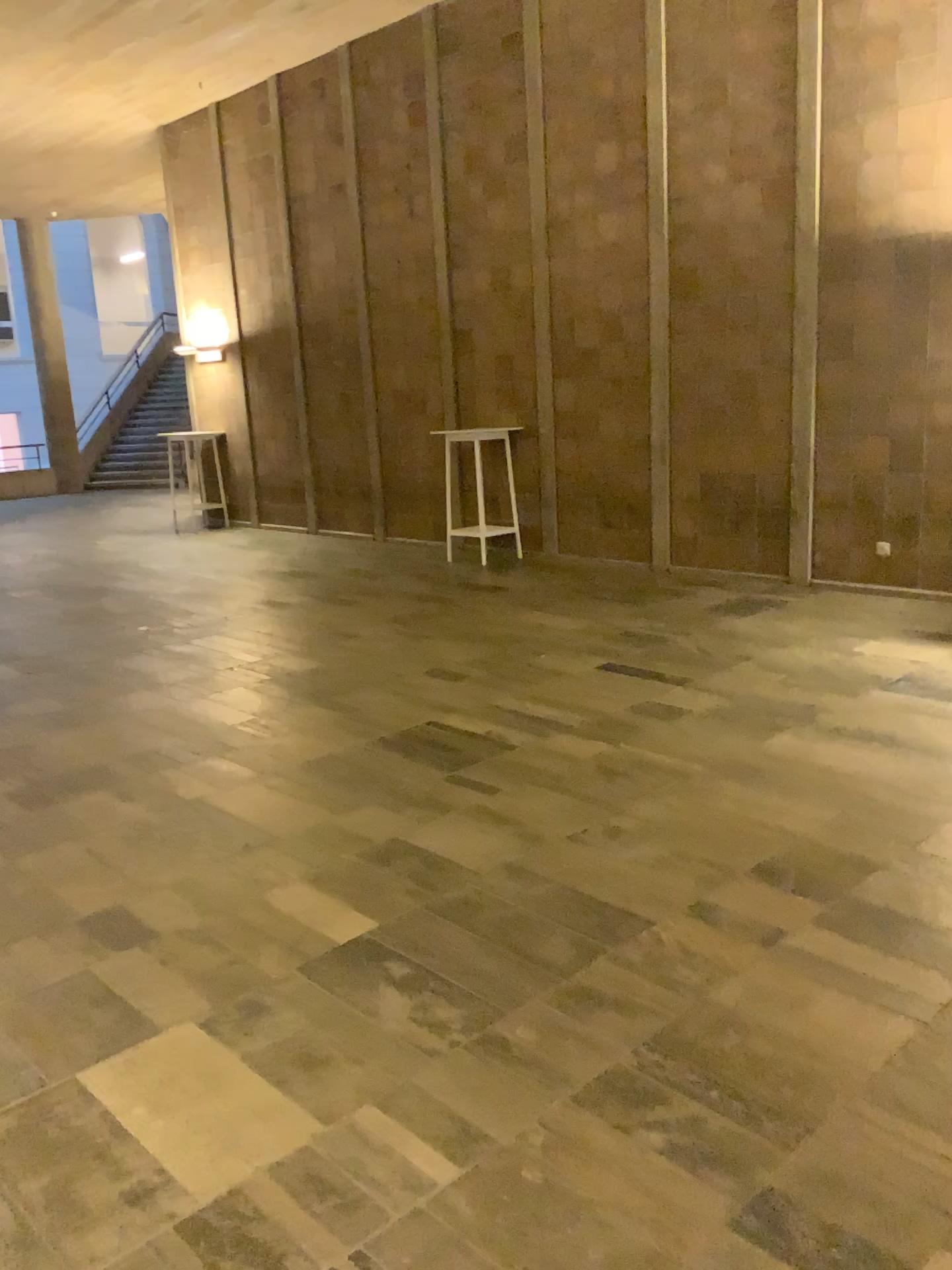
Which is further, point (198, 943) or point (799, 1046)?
point (198, 943)
